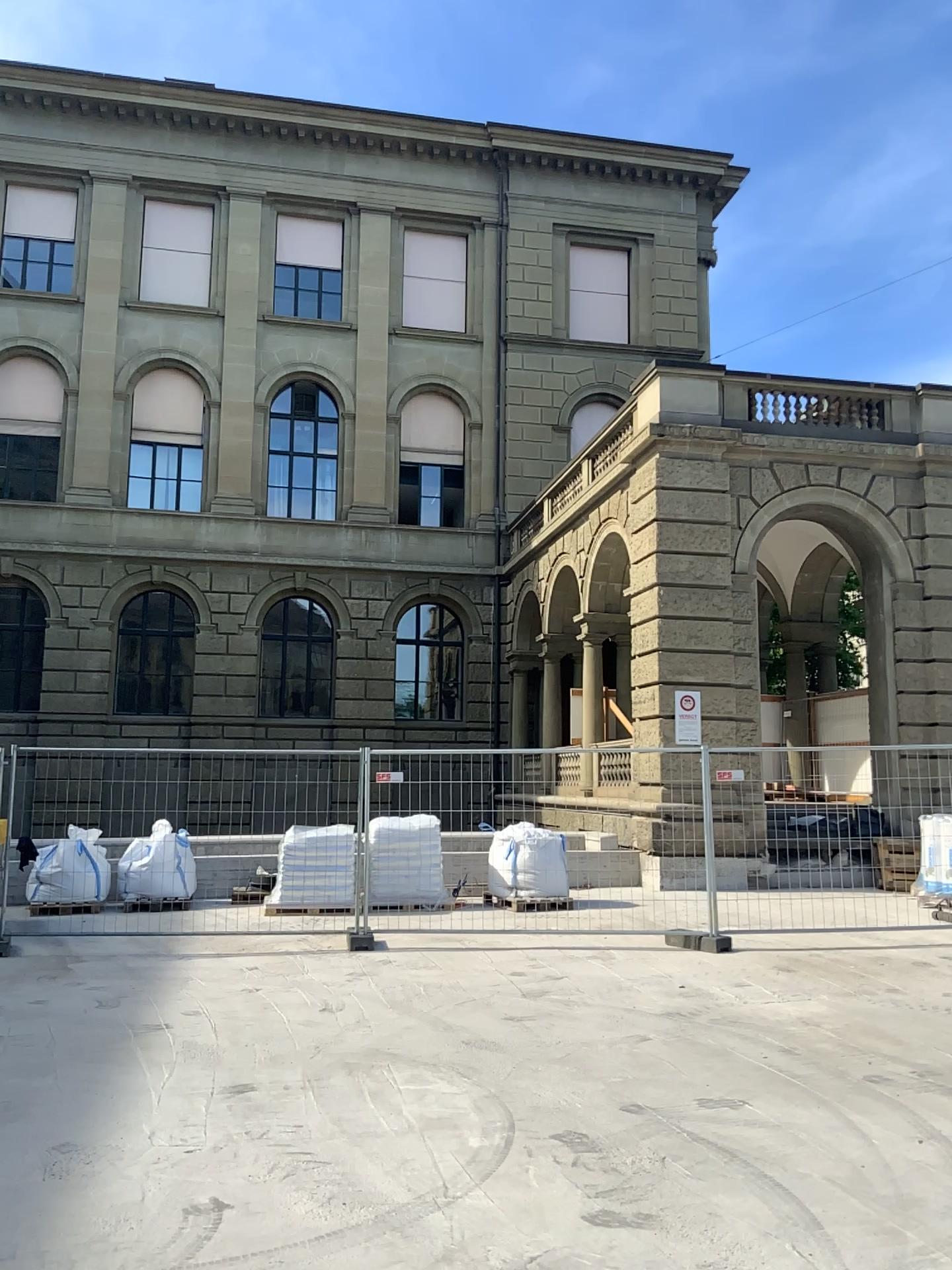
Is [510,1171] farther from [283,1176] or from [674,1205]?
[283,1176]
